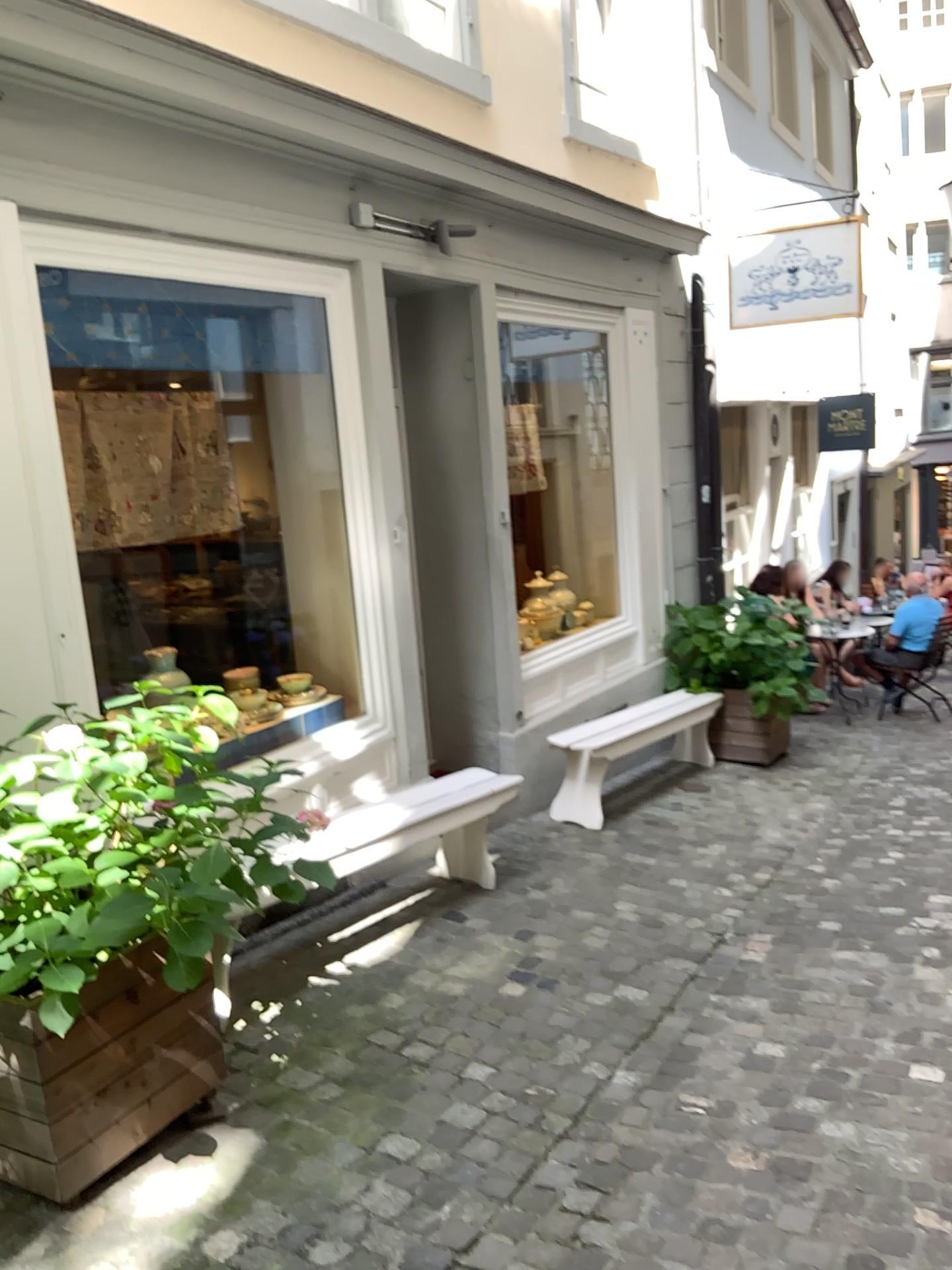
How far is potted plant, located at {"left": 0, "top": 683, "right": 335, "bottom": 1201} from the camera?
2.2m

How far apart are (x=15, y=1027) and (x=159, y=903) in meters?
0.5 m

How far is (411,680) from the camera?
4.8 meters

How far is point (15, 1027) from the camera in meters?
2.3

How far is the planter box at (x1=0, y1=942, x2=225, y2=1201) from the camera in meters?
2.3 m

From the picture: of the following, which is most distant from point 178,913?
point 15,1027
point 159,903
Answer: point 15,1027
